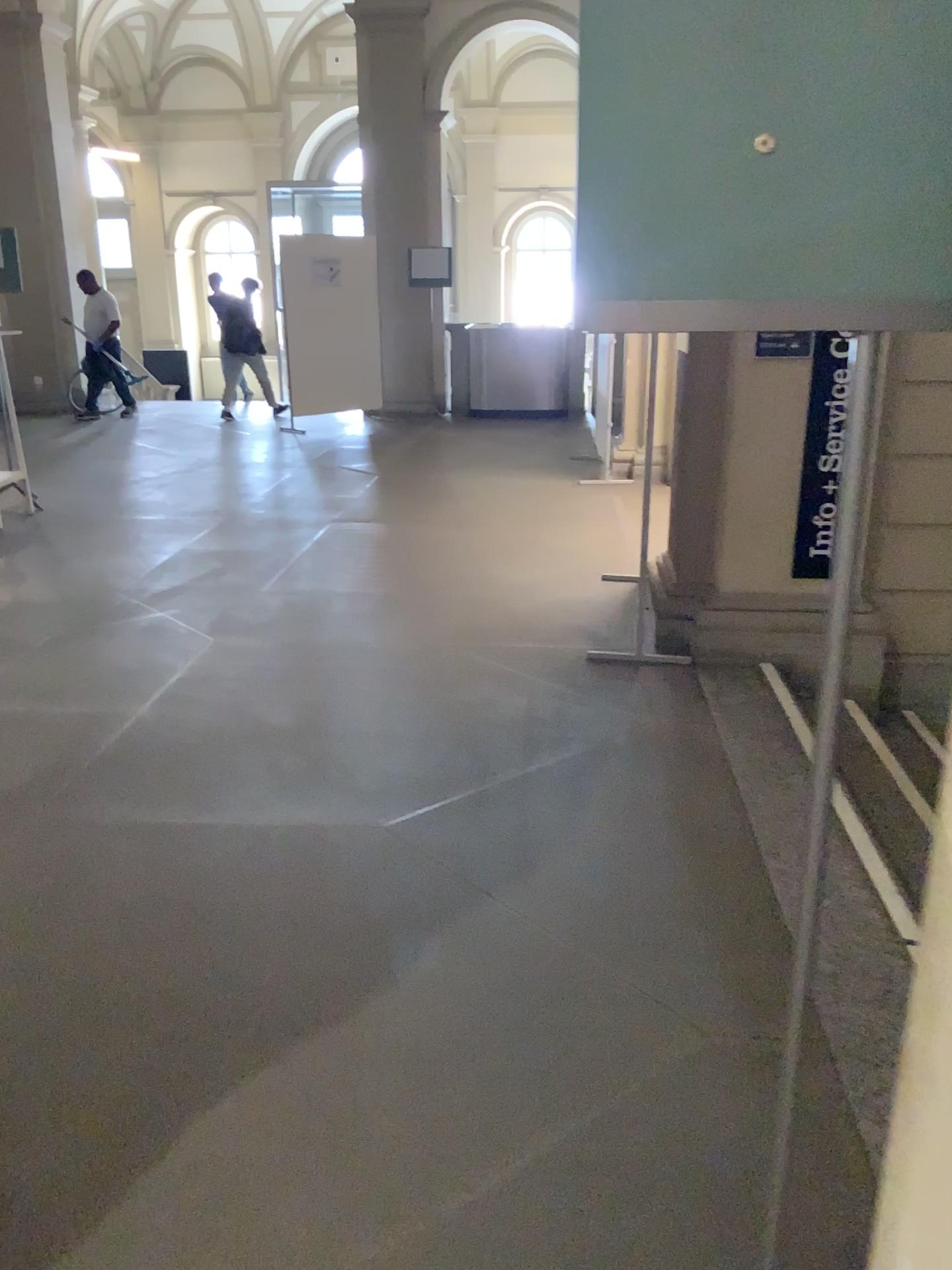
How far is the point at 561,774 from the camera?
3.30m
